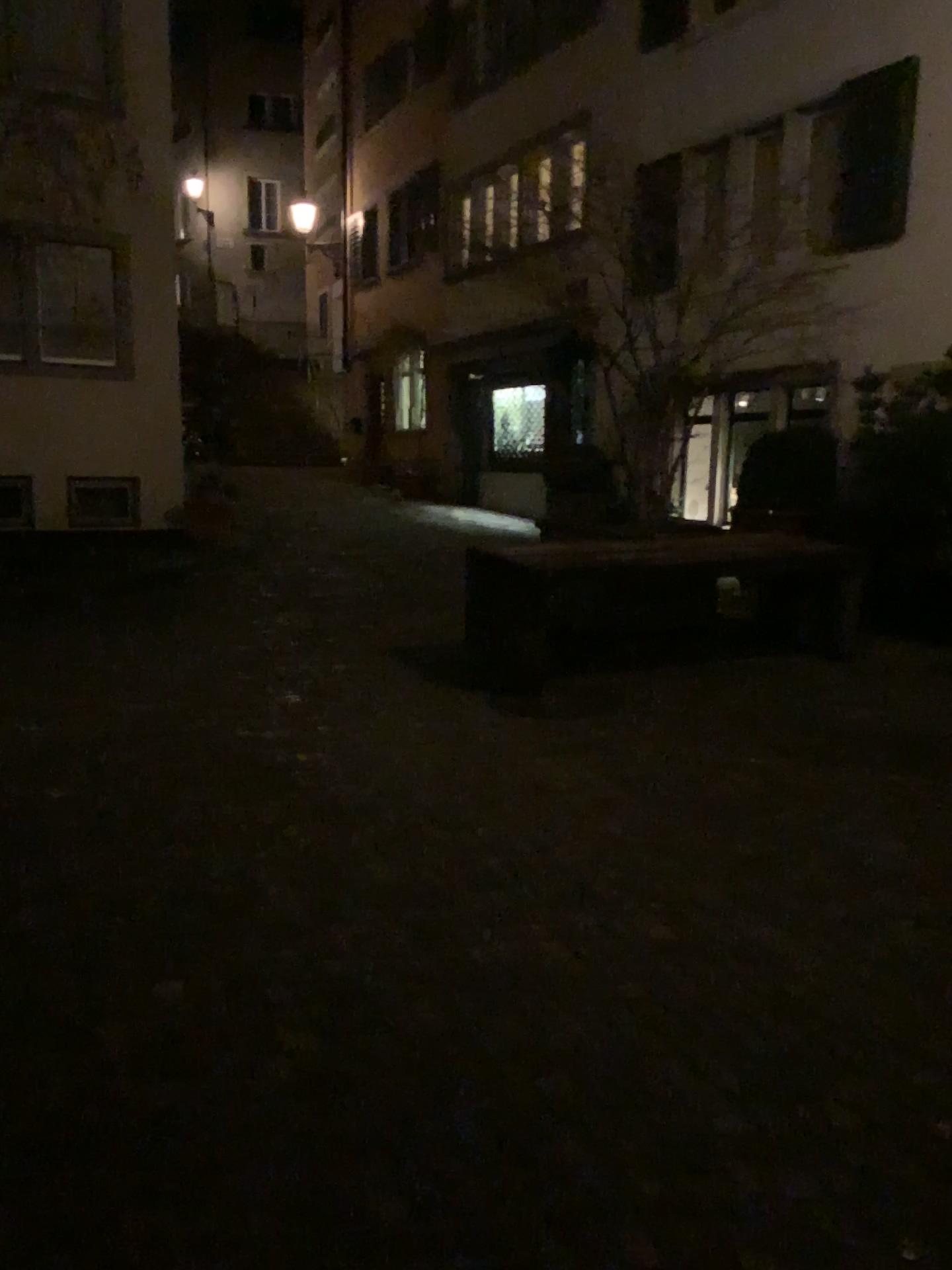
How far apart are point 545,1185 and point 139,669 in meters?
4.4 m
